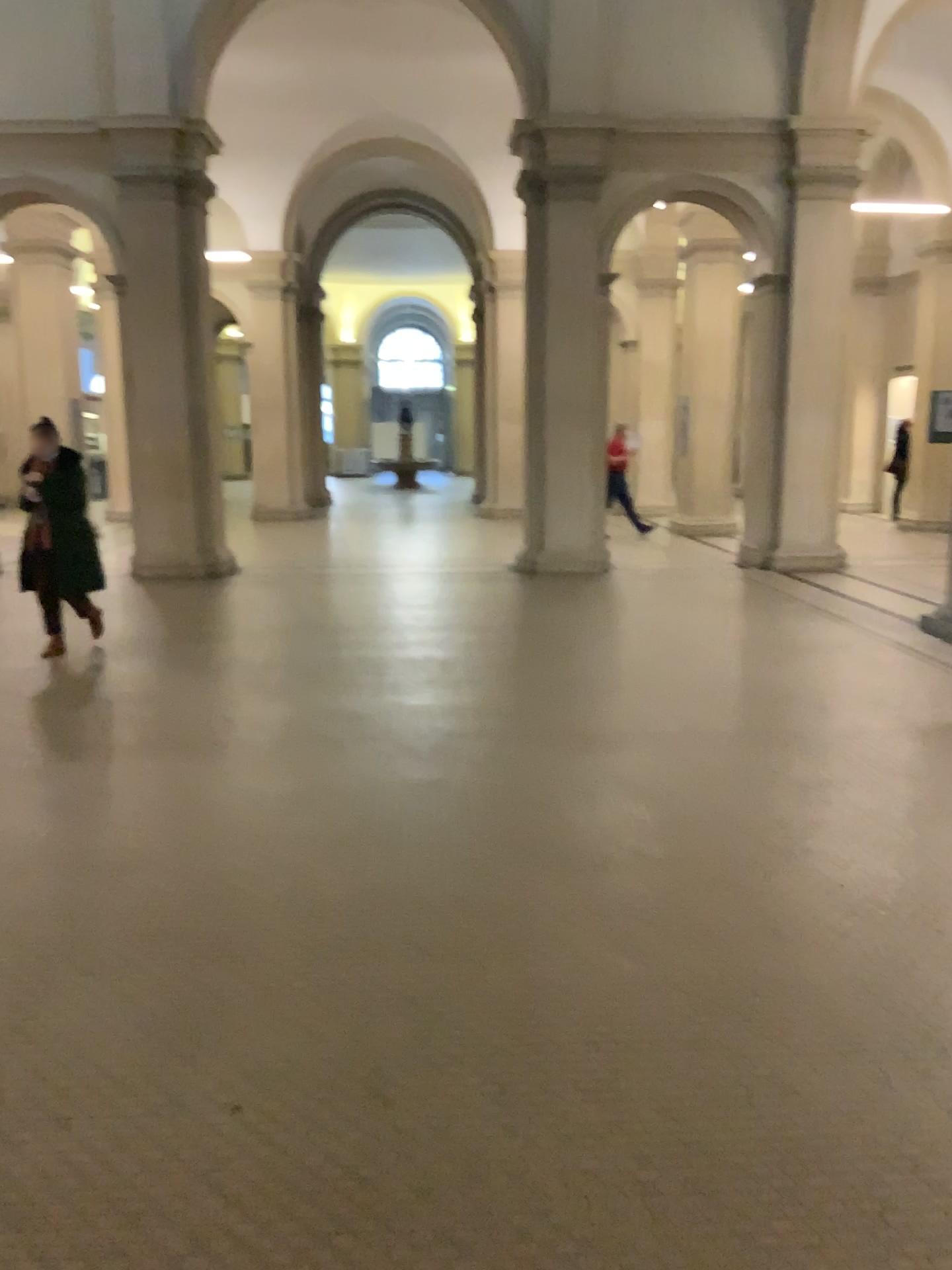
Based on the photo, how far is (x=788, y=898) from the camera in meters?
3.5
